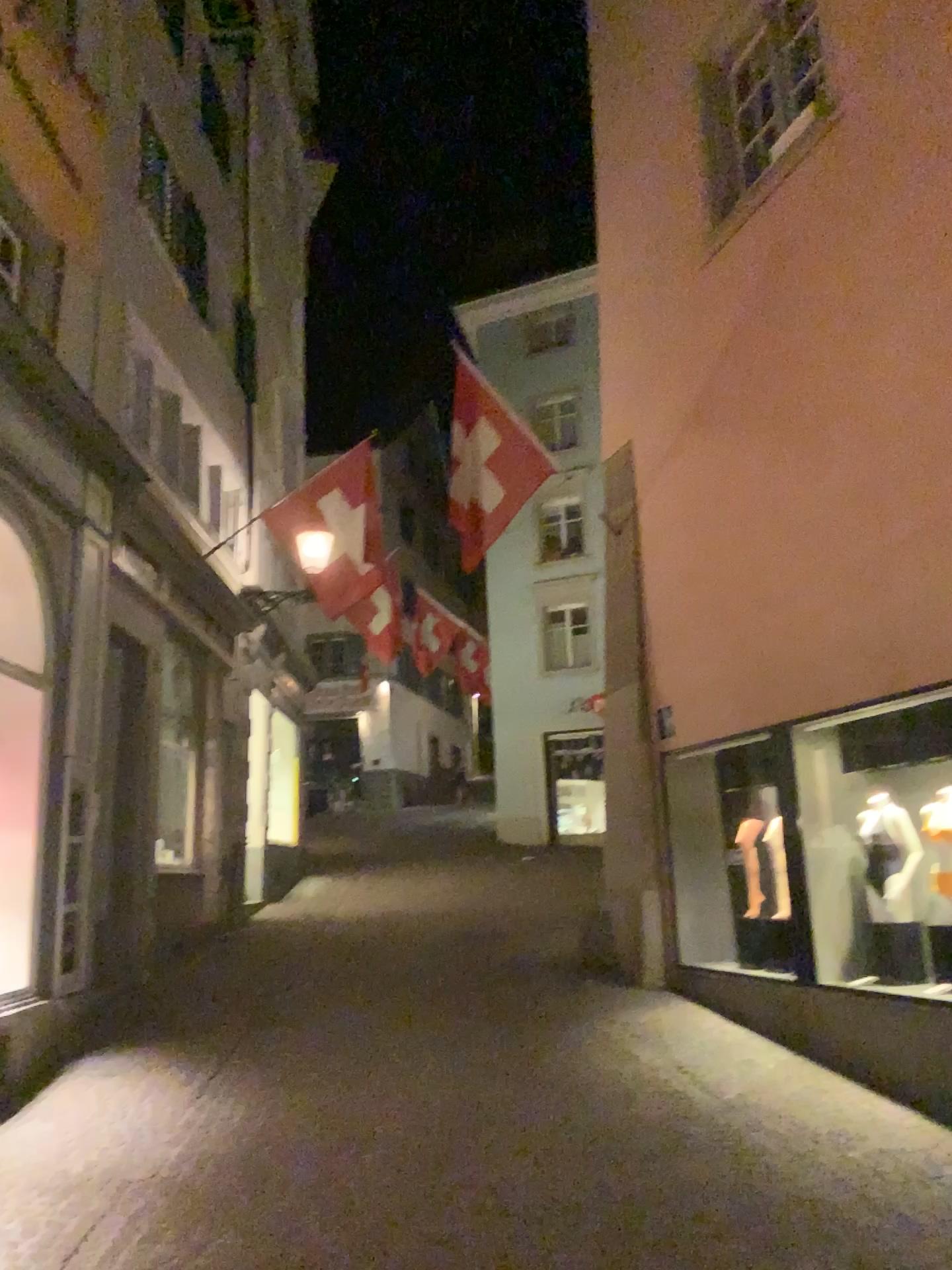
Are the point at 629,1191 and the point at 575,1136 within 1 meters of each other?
yes
